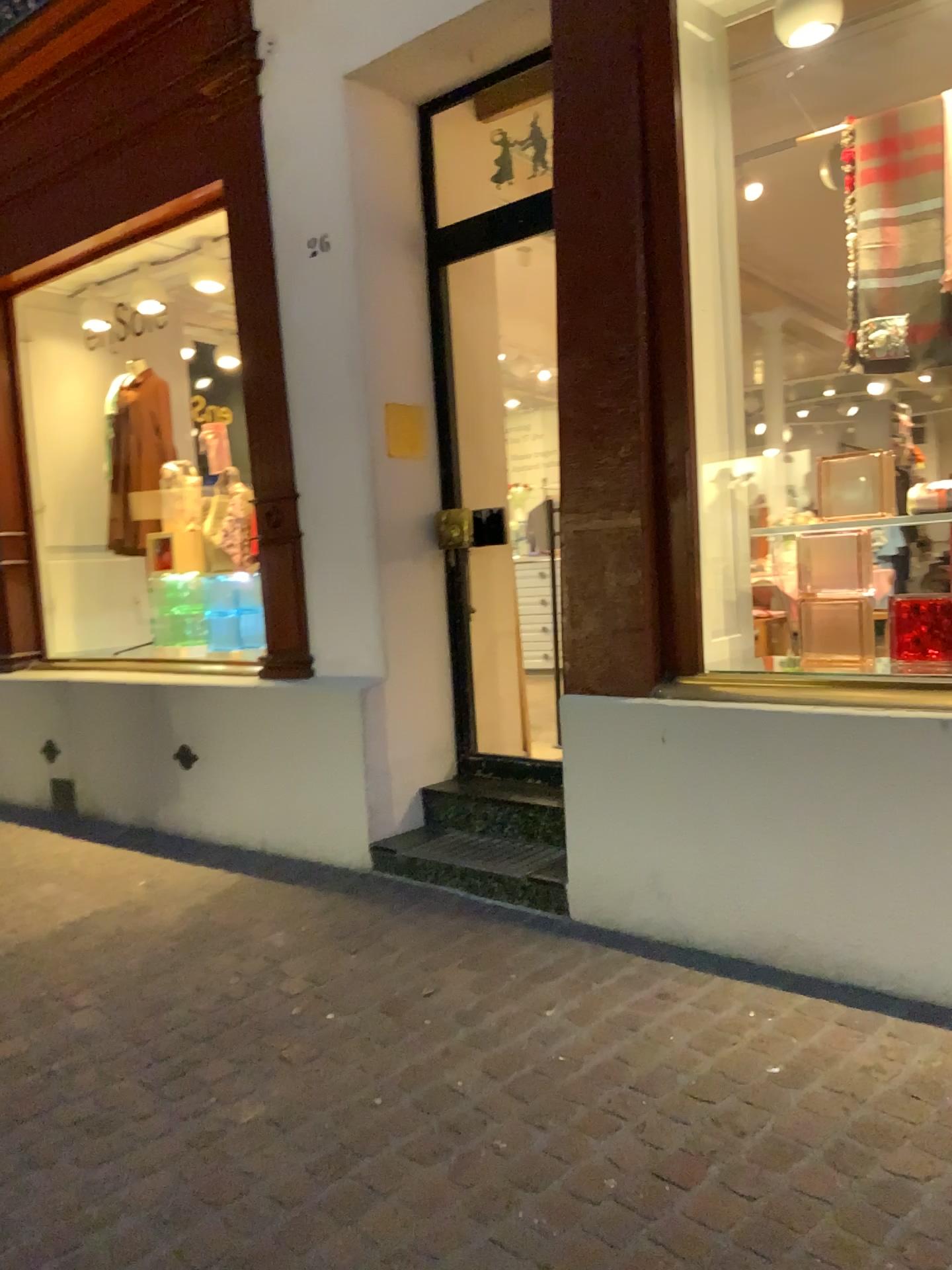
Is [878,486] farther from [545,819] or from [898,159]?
[545,819]

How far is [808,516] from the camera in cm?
304

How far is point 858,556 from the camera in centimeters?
291cm

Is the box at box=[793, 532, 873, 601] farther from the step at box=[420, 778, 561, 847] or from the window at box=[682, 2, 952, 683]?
the step at box=[420, 778, 561, 847]

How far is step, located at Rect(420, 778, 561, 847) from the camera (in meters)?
3.78

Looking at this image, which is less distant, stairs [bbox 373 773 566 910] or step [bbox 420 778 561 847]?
stairs [bbox 373 773 566 910]

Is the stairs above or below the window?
below

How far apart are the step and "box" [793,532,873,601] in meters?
1.2 m

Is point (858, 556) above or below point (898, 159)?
below

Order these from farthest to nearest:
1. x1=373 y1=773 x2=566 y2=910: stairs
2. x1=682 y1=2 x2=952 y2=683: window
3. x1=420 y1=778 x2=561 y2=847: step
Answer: x1=420 y1=778 x2=561 y2=847: step < x1=373 y1=773 x2=566 y2=910: stairs < x1=682 y1=2 x2=952 y2=683: window
